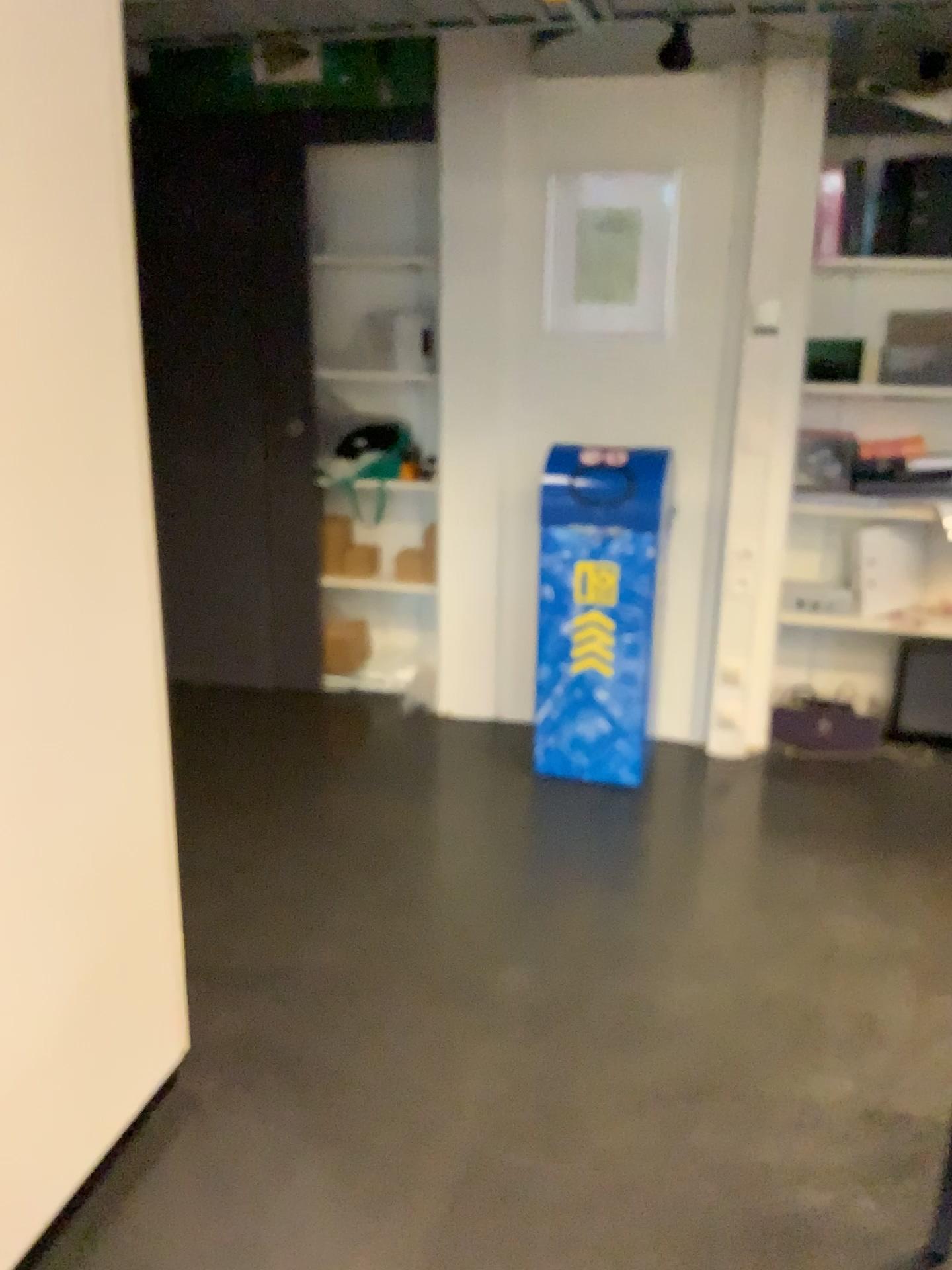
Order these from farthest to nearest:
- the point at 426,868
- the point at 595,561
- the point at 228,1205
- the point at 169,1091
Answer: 1. the point at 595,561
2. the point at 426,868
3. the point at 169,1091
4. the point at 228,1205

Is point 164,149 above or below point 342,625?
above

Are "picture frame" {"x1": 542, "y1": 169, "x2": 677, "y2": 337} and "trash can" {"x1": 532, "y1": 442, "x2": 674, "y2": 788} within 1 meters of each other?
yes

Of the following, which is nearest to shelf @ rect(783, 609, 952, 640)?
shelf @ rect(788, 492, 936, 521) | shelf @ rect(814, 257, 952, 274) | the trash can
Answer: shelf @ rect(788, 492, 936, 521)

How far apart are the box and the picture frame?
1.5m

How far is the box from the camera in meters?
4.4 m

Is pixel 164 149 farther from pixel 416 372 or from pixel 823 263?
pixel 823 263

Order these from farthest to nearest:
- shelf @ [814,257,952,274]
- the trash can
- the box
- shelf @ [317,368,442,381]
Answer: the box
shelf @ [317,368,442,381]
shelf @ [814,257,952,274]
the trash can

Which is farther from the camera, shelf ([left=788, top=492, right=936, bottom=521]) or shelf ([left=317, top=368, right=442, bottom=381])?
shelf ([left=317, top=368, right=442, bottom=381])

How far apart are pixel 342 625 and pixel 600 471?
1.6m
